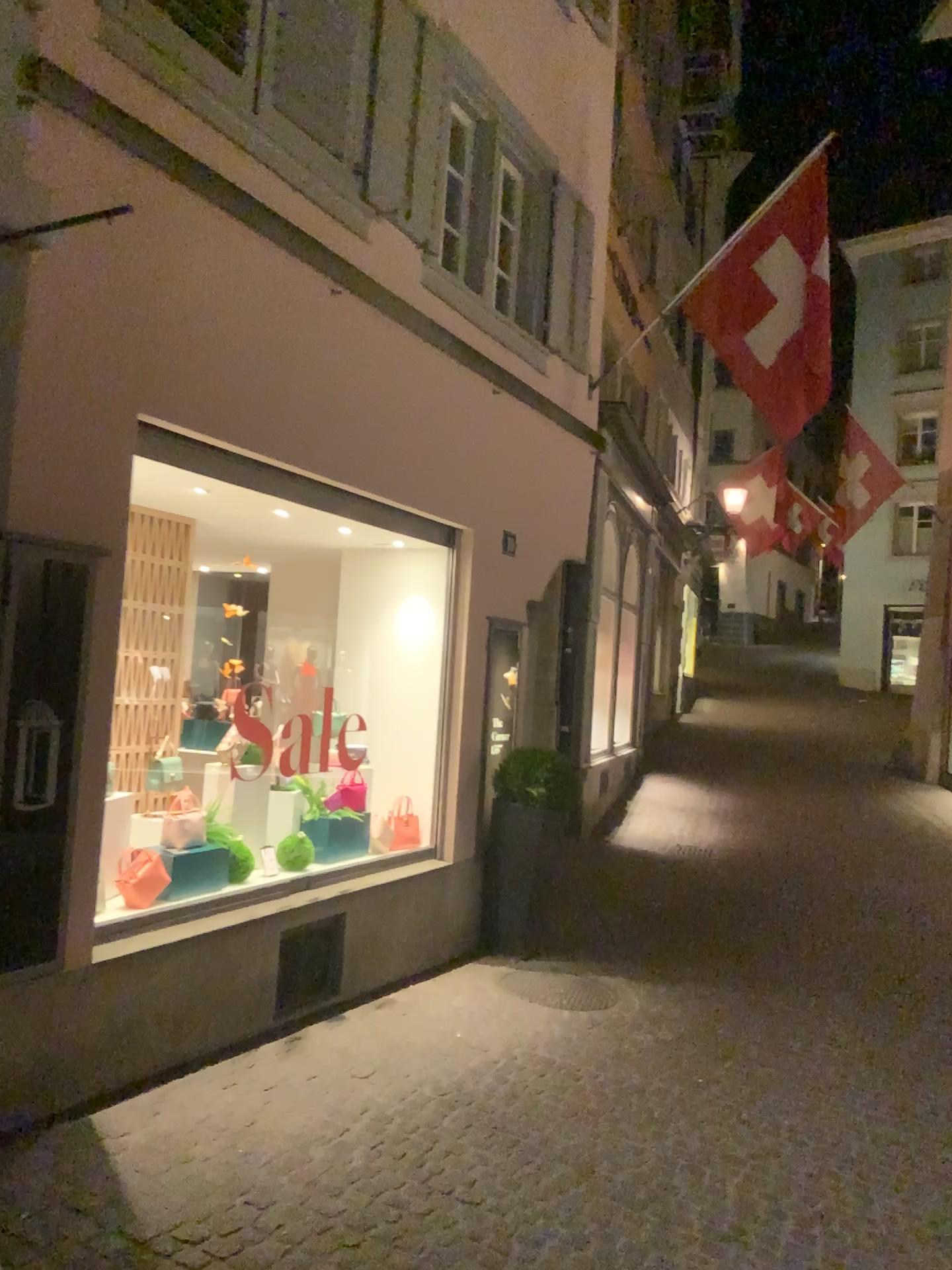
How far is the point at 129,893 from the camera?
4.6m

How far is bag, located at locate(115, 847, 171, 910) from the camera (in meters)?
4.56

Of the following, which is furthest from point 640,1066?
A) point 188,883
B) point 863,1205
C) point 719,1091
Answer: A: point 188,883
